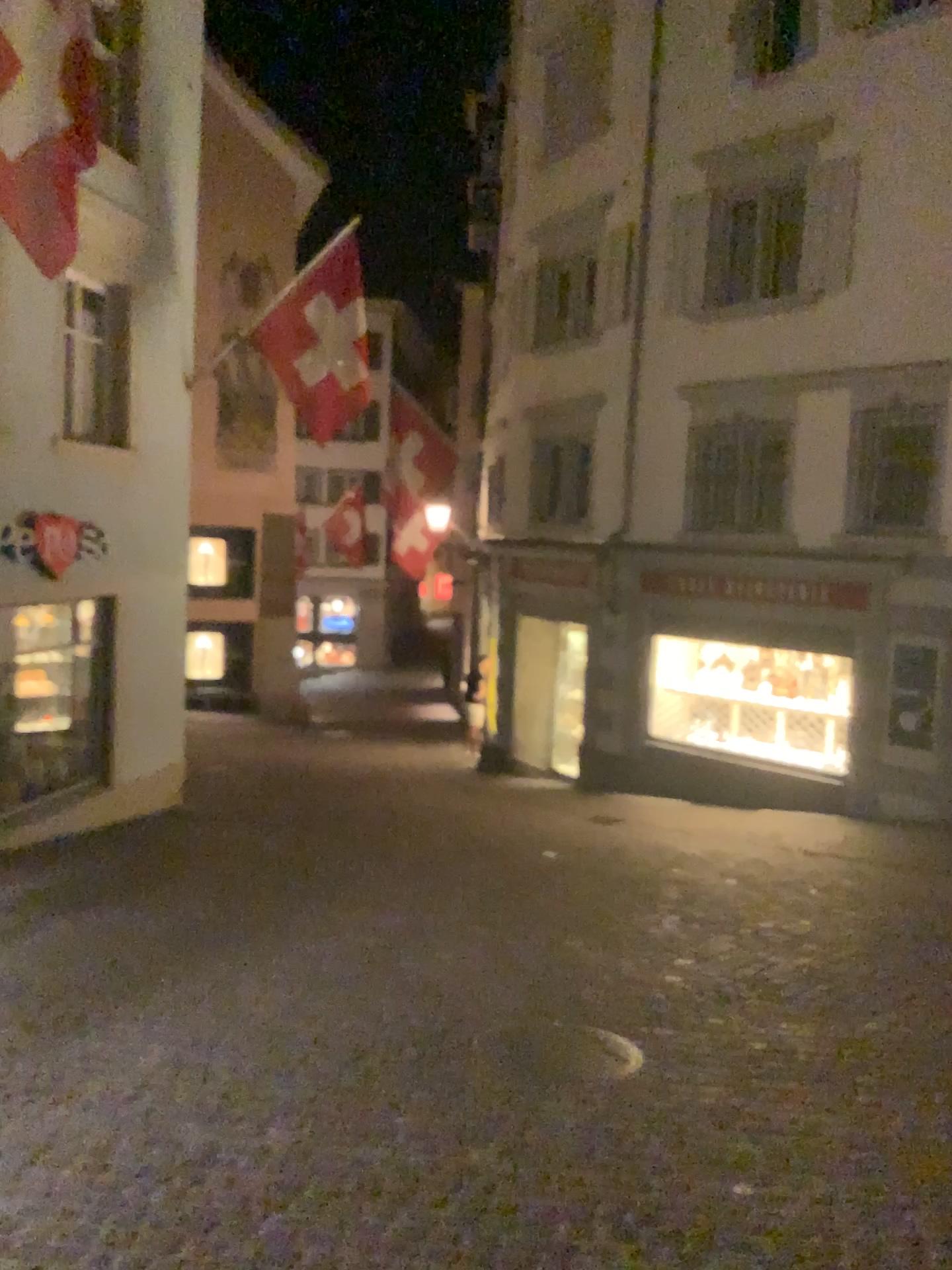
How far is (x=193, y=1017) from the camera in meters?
4.6 m
